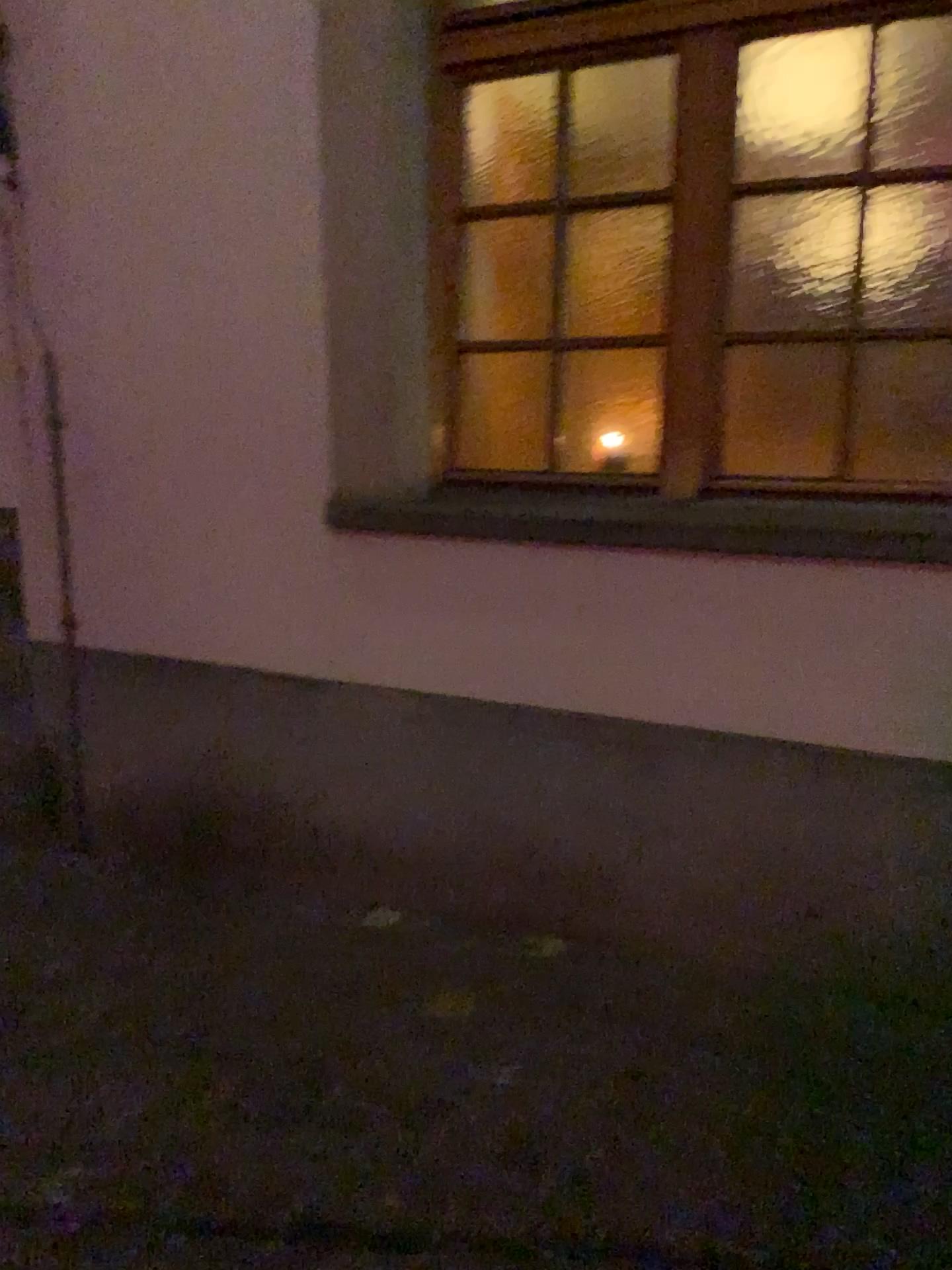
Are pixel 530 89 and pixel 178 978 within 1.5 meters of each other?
no
